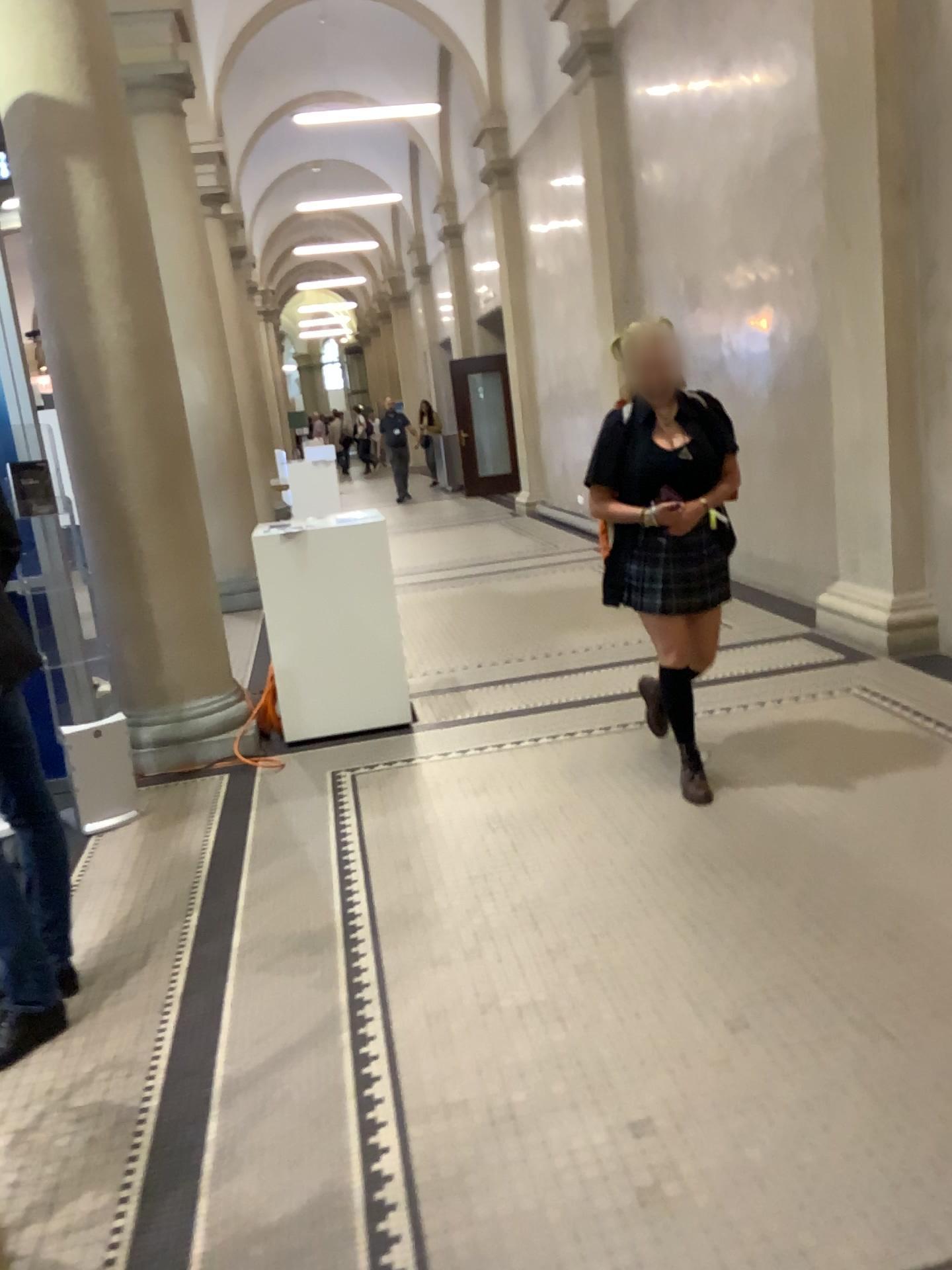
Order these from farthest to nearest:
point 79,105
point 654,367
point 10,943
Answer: point 79,105, point 654,367, point 10,943

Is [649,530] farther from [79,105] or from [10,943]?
[79,105]

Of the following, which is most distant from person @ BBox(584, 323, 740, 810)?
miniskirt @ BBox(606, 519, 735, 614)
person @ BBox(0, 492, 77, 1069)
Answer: person @ BBox(0, 492, 77, 1069)

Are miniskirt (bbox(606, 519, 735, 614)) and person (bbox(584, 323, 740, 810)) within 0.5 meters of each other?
yes

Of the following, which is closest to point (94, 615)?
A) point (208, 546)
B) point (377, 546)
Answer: point (208, 546)

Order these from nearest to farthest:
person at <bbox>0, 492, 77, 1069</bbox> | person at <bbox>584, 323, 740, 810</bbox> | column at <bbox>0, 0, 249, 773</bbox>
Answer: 1. person at <bbox>0, 492, 77, 1069</bbox>
2. person at <bbox>584, 323, 740, 810</bbox>
3. column at <bbox>0, 0, 249, 773</bbox>

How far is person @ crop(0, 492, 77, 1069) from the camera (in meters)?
2.62

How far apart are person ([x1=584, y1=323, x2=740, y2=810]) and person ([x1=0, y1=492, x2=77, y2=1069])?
2.0 meters

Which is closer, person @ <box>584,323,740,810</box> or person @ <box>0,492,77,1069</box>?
person @ <box>0,492,77,1069</box>

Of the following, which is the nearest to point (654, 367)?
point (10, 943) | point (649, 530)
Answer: point (649, 530)
